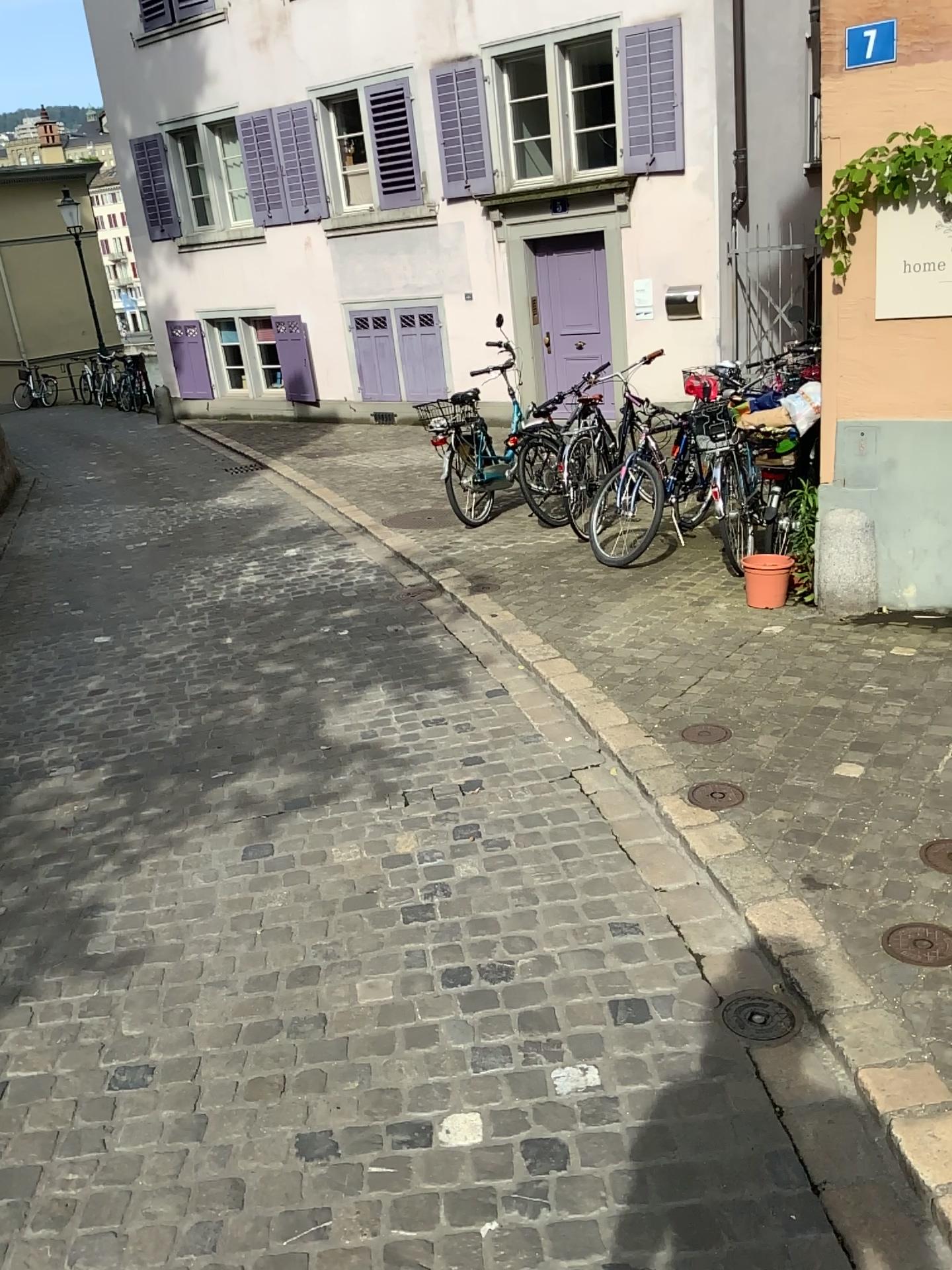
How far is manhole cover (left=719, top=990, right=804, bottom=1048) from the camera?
2.4m

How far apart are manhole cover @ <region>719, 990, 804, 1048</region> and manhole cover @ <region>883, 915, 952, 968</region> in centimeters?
29cm

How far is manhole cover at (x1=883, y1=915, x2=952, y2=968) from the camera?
2.4 meters

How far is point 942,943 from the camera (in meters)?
2.40

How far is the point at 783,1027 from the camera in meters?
2.4

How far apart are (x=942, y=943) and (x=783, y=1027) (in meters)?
0.41

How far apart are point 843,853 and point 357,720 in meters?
2.1 m
